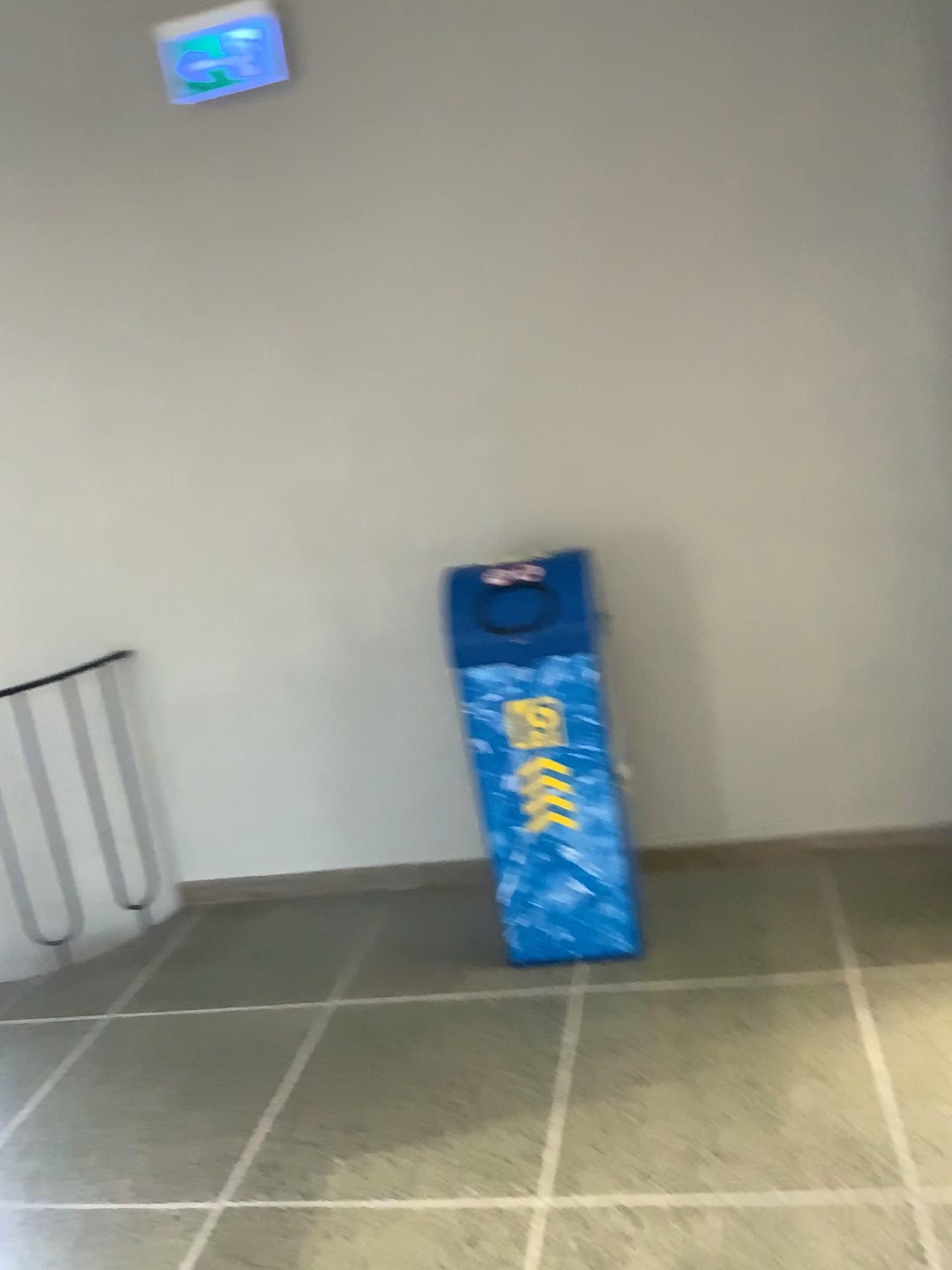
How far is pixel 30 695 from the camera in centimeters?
363cm

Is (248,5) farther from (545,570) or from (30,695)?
(30,695)

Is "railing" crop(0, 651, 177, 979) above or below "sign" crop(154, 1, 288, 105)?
below

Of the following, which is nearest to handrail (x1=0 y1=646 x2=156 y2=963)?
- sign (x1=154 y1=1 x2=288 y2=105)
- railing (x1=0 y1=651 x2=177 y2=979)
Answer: railing (x1=0 y1=651 x2=177 y2=979)

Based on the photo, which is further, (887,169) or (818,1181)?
(887,169)

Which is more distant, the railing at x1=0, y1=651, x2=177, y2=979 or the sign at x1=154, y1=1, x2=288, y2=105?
the railing at x1=0, y1=651, x2=177, y2=979

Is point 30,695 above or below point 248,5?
below

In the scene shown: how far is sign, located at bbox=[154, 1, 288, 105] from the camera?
3.0m

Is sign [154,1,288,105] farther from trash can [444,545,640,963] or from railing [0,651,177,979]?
railing [0,651,177,979]

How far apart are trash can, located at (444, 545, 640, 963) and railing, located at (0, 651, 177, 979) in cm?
142
